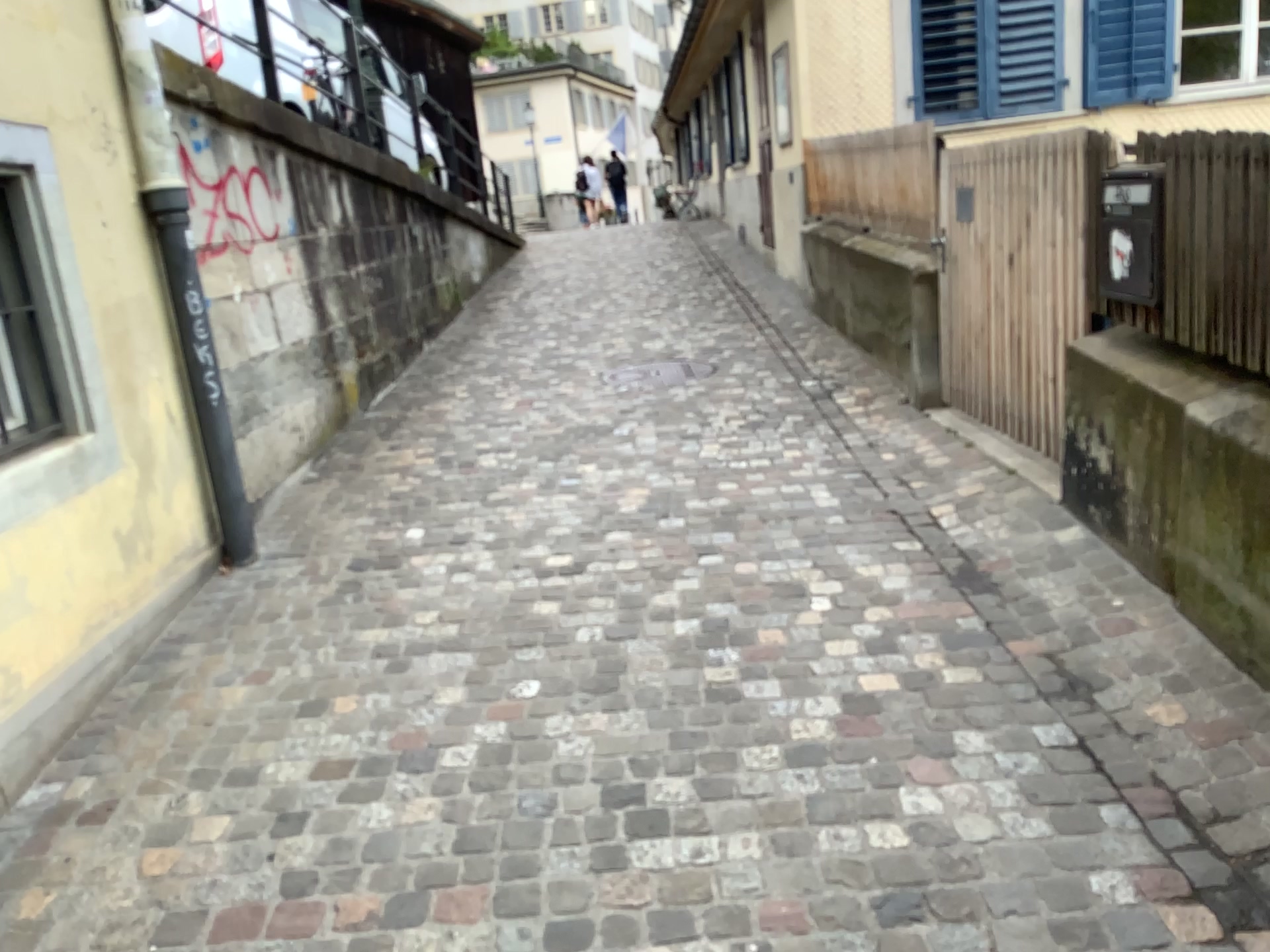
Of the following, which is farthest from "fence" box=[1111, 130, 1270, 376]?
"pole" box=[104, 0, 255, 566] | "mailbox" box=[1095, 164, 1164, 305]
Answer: "pole" box=[104, 0, 255, 566]

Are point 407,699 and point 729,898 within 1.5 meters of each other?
yes

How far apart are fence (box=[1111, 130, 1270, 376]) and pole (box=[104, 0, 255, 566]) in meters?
3.1 m

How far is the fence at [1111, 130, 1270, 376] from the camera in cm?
253

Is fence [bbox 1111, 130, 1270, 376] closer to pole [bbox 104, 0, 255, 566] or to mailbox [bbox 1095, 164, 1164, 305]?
mailbox [bbox 1095, 164, 1164, 305]

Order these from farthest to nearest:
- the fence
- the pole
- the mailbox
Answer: the pole
the mailbox
the fence

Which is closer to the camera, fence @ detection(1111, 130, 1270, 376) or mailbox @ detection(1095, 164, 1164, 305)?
fence @ detection(1111, 130, 1270, 376)

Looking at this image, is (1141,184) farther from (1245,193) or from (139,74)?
(139,74)

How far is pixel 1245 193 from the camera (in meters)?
2.53

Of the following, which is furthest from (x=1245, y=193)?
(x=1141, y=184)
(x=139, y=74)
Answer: (x=139, y=74)
